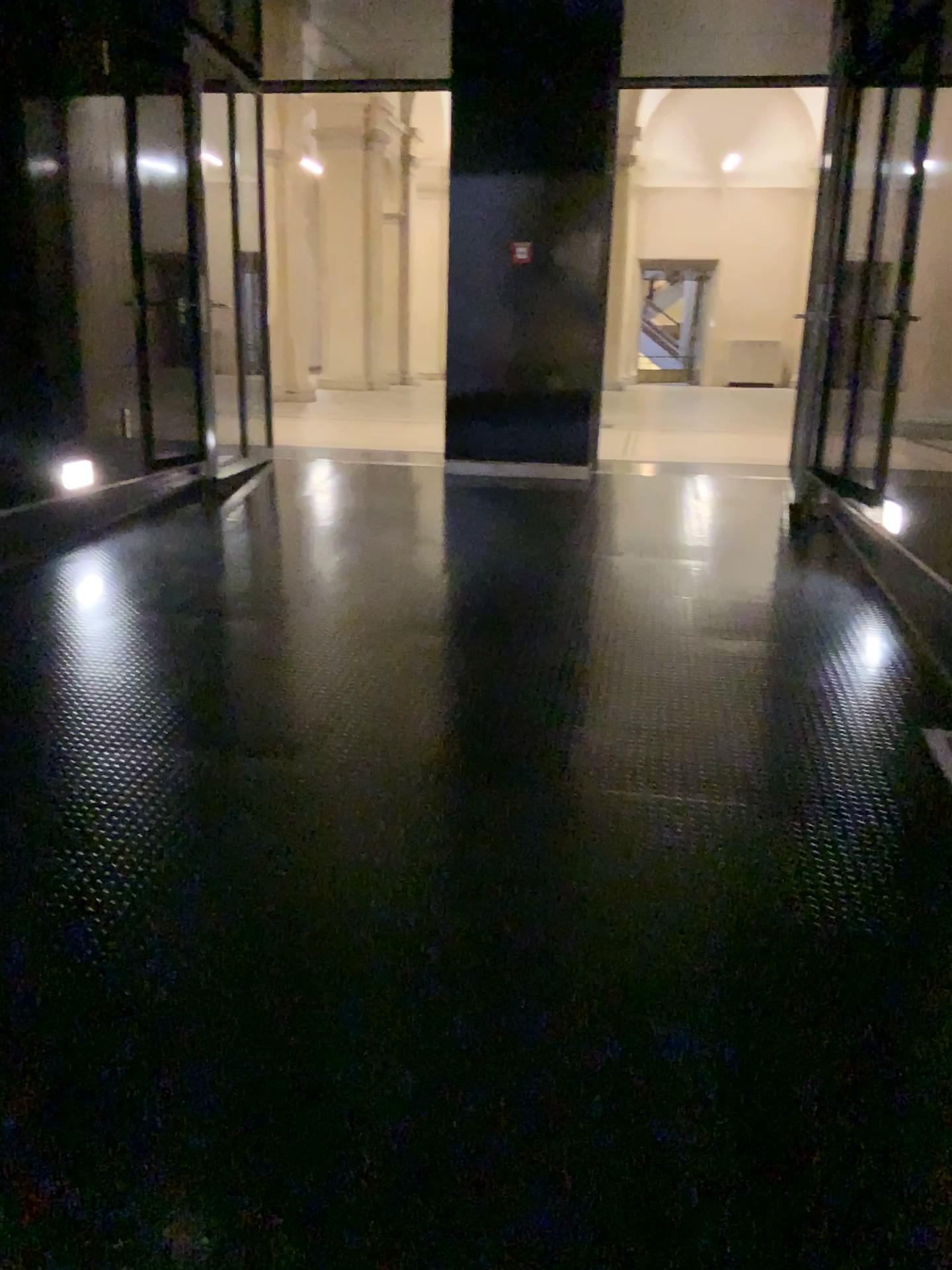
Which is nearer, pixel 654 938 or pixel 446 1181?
pixel 446 1181
